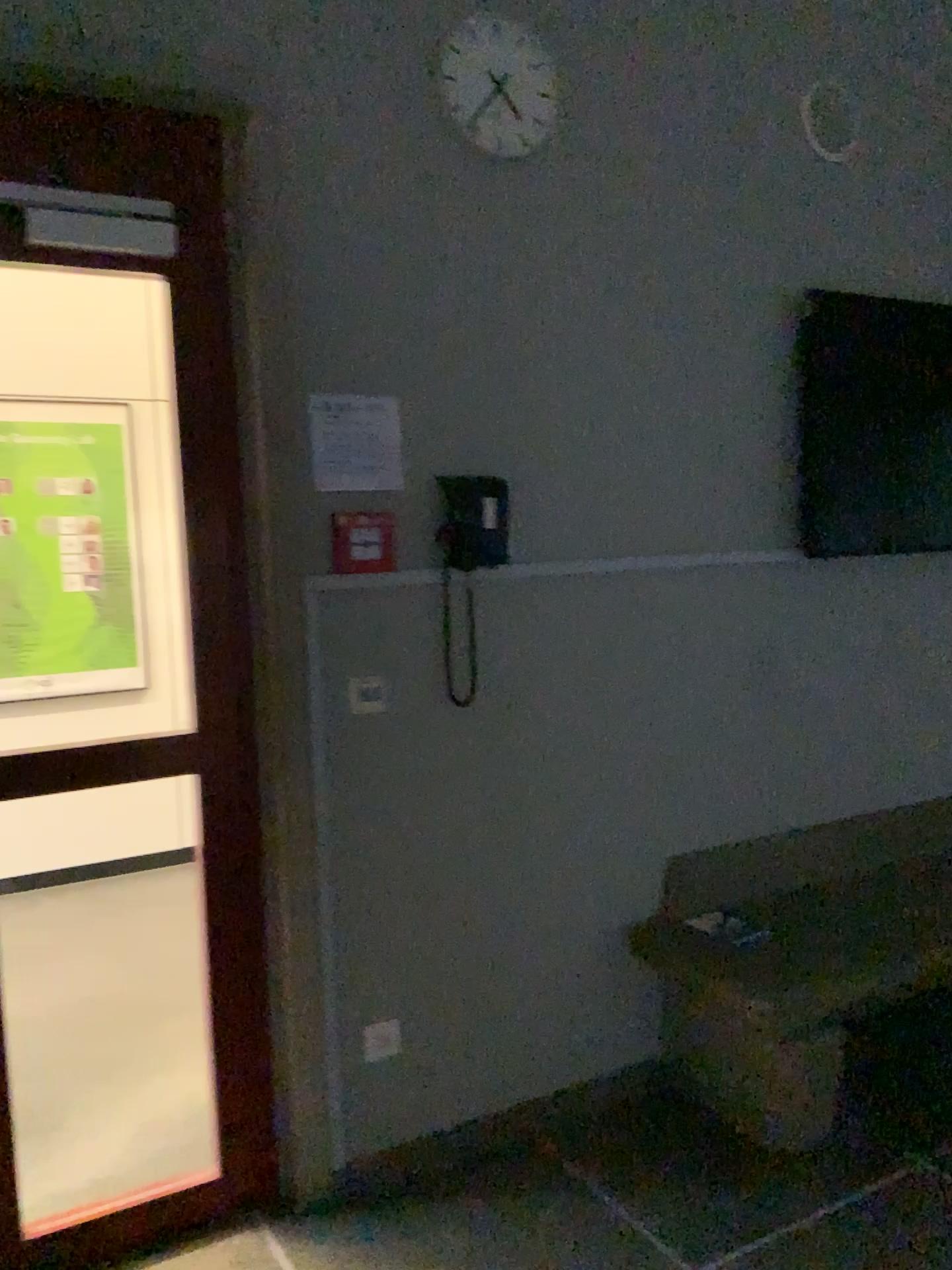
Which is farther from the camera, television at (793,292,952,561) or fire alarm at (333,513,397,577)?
television at (793,292,952,561)

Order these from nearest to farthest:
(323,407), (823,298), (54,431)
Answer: (323,407) → (823,298) → (54,431)

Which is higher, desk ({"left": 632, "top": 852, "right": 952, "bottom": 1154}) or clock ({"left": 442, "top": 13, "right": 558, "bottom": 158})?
clock ({"left": 442, "top": 13, "right": 558, "bottom": 158})

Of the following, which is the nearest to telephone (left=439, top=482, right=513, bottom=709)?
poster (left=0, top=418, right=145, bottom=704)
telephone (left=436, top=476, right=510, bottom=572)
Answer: telephone (left=436, top=476, right=510, bottom=572)

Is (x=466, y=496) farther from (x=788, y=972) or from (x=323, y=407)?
(x=788, y=972)

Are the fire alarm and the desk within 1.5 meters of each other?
yes

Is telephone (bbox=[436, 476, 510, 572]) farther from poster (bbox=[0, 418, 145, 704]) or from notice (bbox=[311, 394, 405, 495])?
poster (bbox=[0, 418, 145, 704])

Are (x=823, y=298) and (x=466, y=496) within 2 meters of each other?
yes

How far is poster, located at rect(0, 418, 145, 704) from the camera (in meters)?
4.51

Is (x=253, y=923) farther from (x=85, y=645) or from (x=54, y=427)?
(x=54, y=427)
